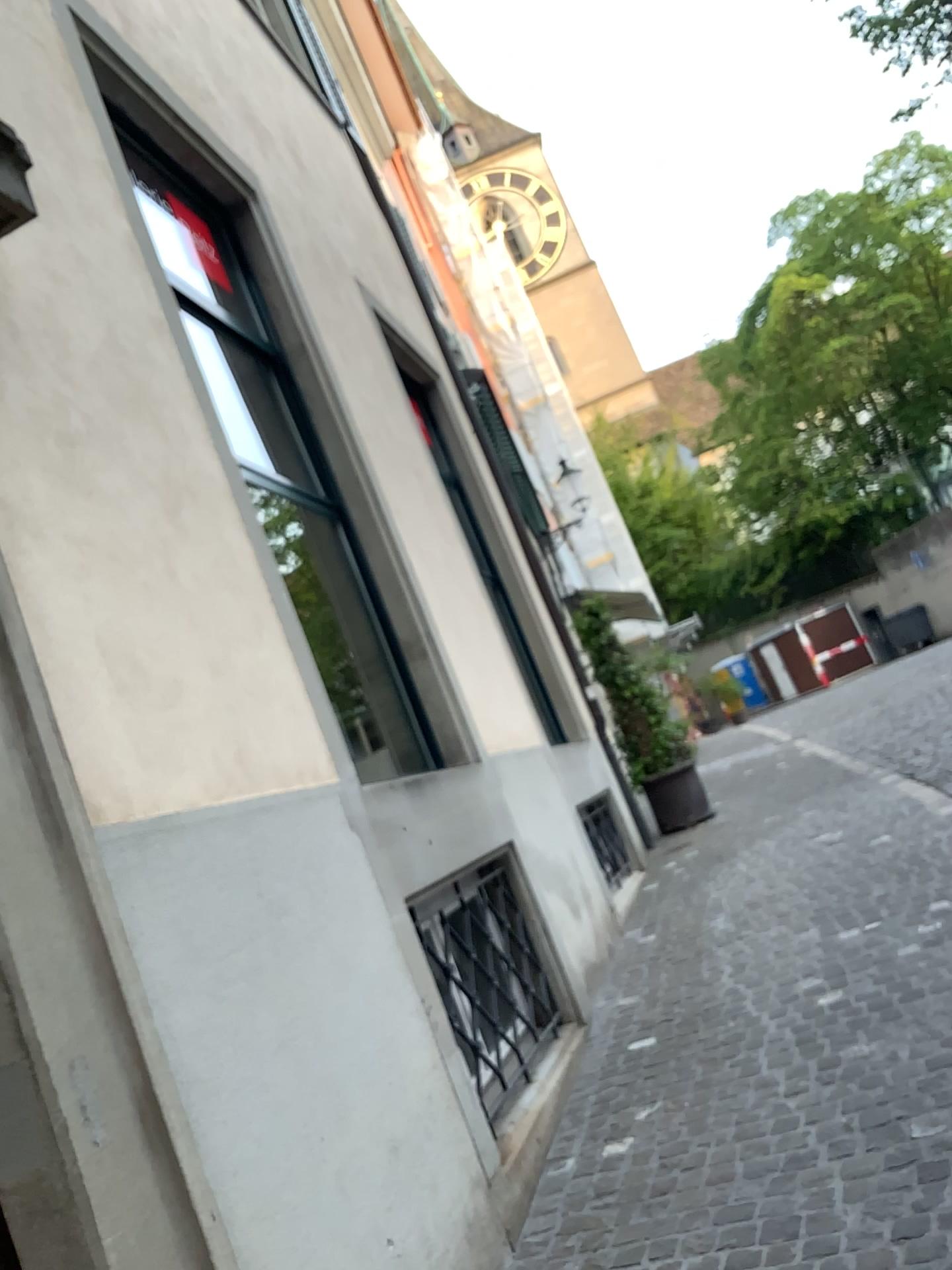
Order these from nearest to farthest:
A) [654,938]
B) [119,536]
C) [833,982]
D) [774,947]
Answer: [119,536]
[833,982]
[774,947]
[654,938]
